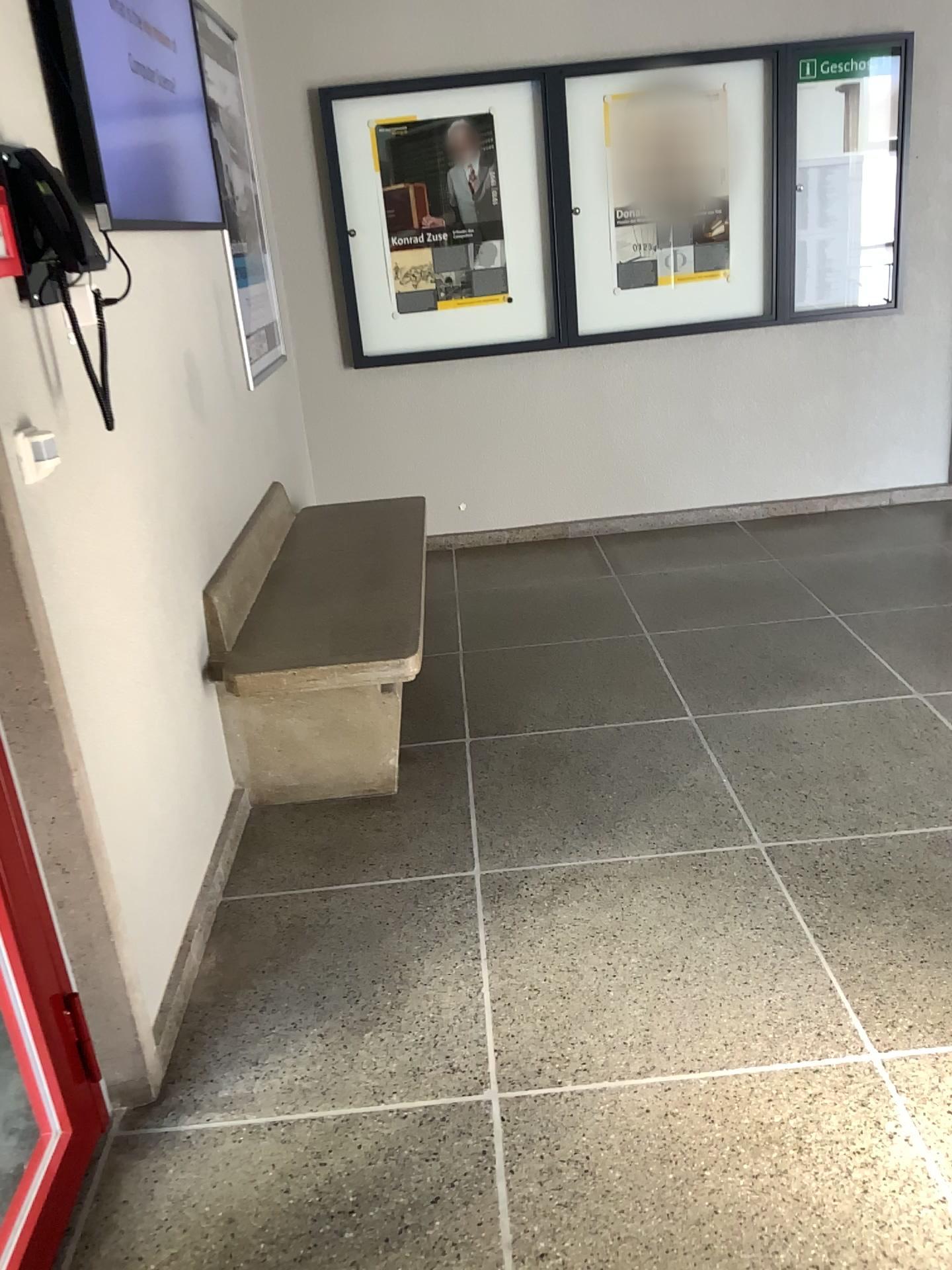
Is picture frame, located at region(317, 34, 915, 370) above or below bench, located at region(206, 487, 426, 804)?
above

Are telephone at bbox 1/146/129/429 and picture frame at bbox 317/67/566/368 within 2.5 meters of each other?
no

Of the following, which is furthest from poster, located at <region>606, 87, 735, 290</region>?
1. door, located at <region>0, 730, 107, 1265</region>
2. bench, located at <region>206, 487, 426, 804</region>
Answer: door, located at <region>0, 730, 107, 1265</region>

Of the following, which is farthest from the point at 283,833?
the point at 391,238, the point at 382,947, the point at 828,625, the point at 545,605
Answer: the point at 391,238

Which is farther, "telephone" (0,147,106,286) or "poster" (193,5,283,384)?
"poster" (193,5,283,384)

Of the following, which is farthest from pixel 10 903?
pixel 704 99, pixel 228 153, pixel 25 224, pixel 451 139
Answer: pixel 704 99

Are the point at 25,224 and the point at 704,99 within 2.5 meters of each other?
no

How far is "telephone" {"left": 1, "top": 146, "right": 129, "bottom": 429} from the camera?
1.7m

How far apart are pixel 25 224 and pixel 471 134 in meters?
3.2

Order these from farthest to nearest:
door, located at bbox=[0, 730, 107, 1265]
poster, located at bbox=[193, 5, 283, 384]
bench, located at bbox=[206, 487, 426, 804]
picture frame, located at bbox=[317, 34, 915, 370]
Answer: picture frame, located at bbox=[317, 34, 915, 370] < poster, located at bbox=[193, 5, 283, 384] < bench, located at bbox=[206, 487, 426, 804] < door, located at bbox=[0, 730, 107, 1265]
